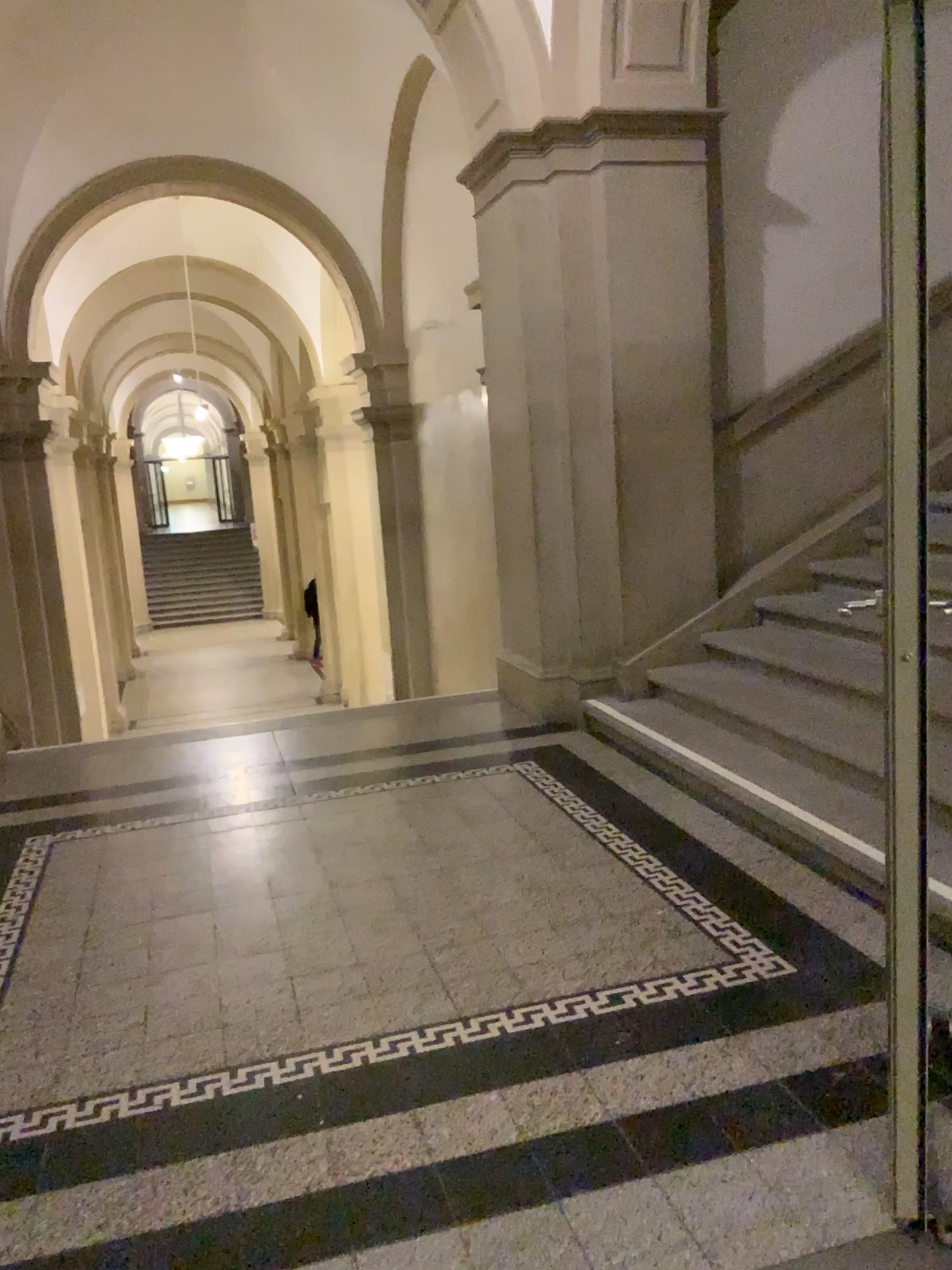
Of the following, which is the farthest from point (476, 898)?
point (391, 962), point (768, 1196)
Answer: point (768, 1196)
